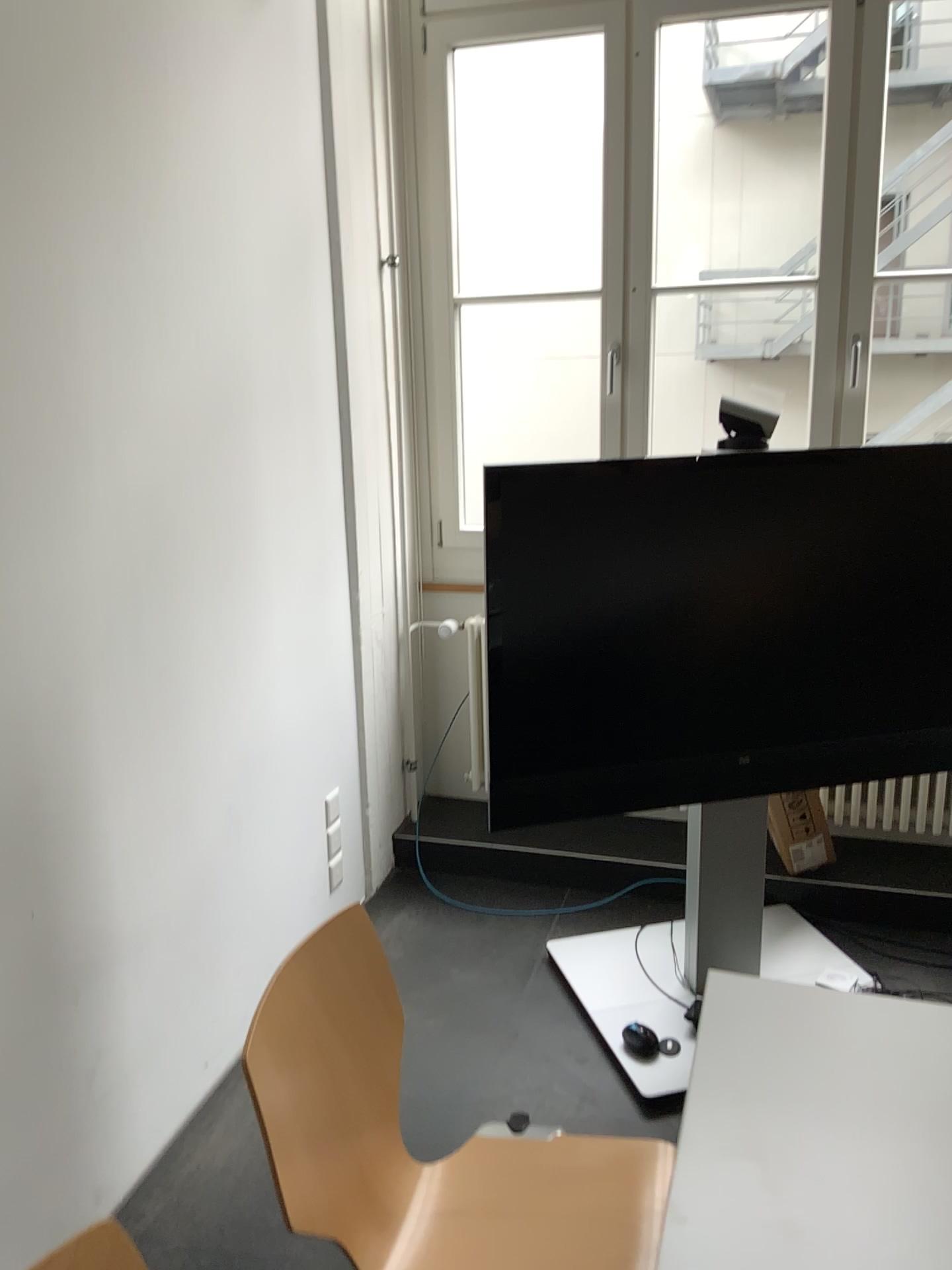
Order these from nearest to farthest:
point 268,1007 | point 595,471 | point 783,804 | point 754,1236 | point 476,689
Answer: point 754,1236, point 268,1007, point 595,471, point 783,804, point 476,689

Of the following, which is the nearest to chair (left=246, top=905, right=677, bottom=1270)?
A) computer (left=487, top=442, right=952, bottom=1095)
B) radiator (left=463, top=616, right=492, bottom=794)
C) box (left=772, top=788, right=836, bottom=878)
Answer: computer (left=487, top=442, right=952, bottom=1095)

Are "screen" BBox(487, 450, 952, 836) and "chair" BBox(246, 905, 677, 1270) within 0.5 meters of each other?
no

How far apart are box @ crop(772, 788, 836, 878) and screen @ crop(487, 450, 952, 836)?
0.4m

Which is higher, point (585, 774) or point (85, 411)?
point (85, 411)

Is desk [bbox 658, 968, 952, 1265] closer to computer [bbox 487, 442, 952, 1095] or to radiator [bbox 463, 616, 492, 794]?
computer [bbox 487, 442, 952, 1095]

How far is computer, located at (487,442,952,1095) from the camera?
2.34m

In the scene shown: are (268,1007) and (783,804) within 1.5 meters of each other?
no

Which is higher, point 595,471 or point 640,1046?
point 595,471

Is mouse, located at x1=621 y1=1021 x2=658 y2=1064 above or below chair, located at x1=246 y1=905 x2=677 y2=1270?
below
